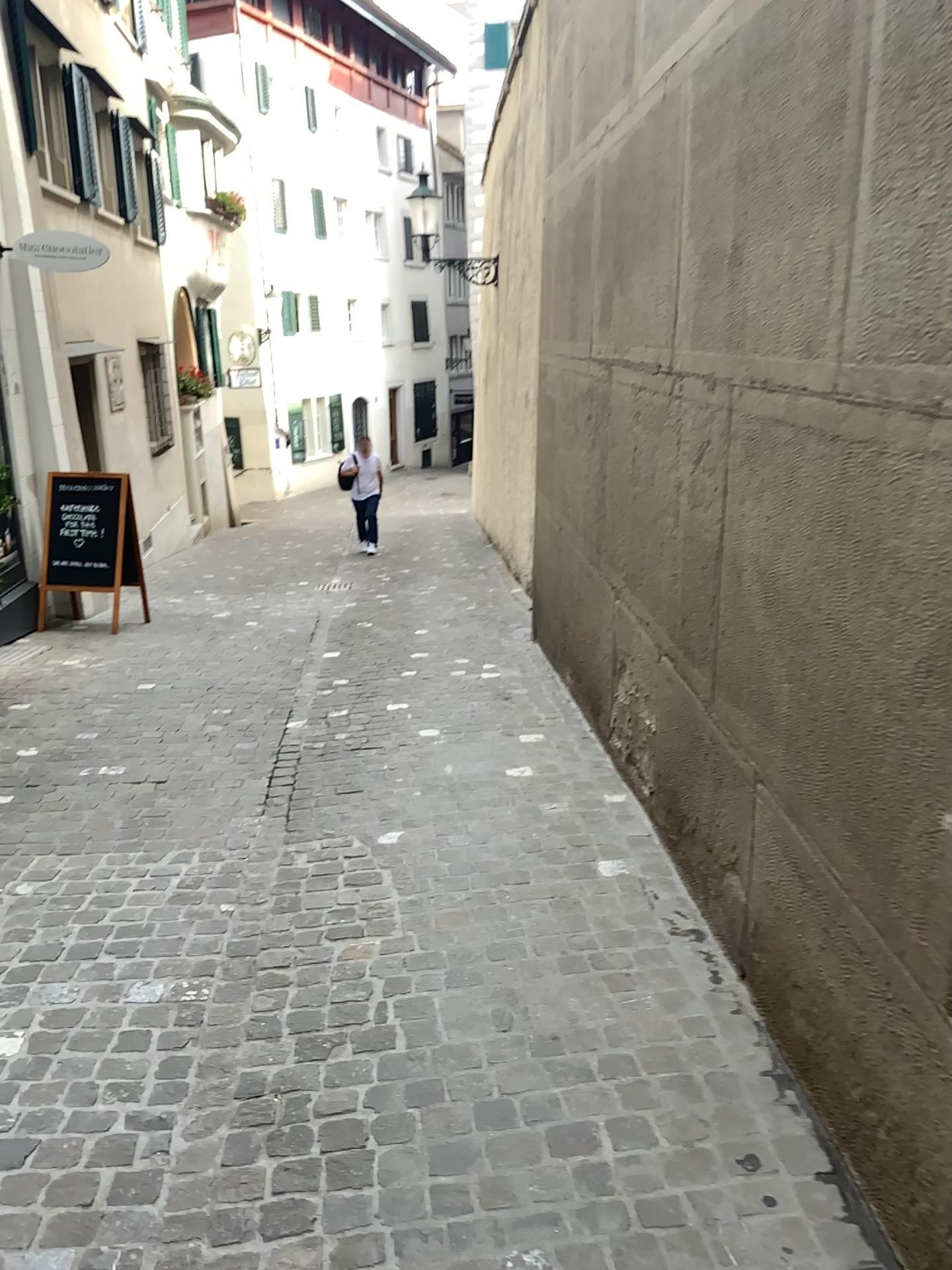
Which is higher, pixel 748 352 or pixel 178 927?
pixel 748 352
